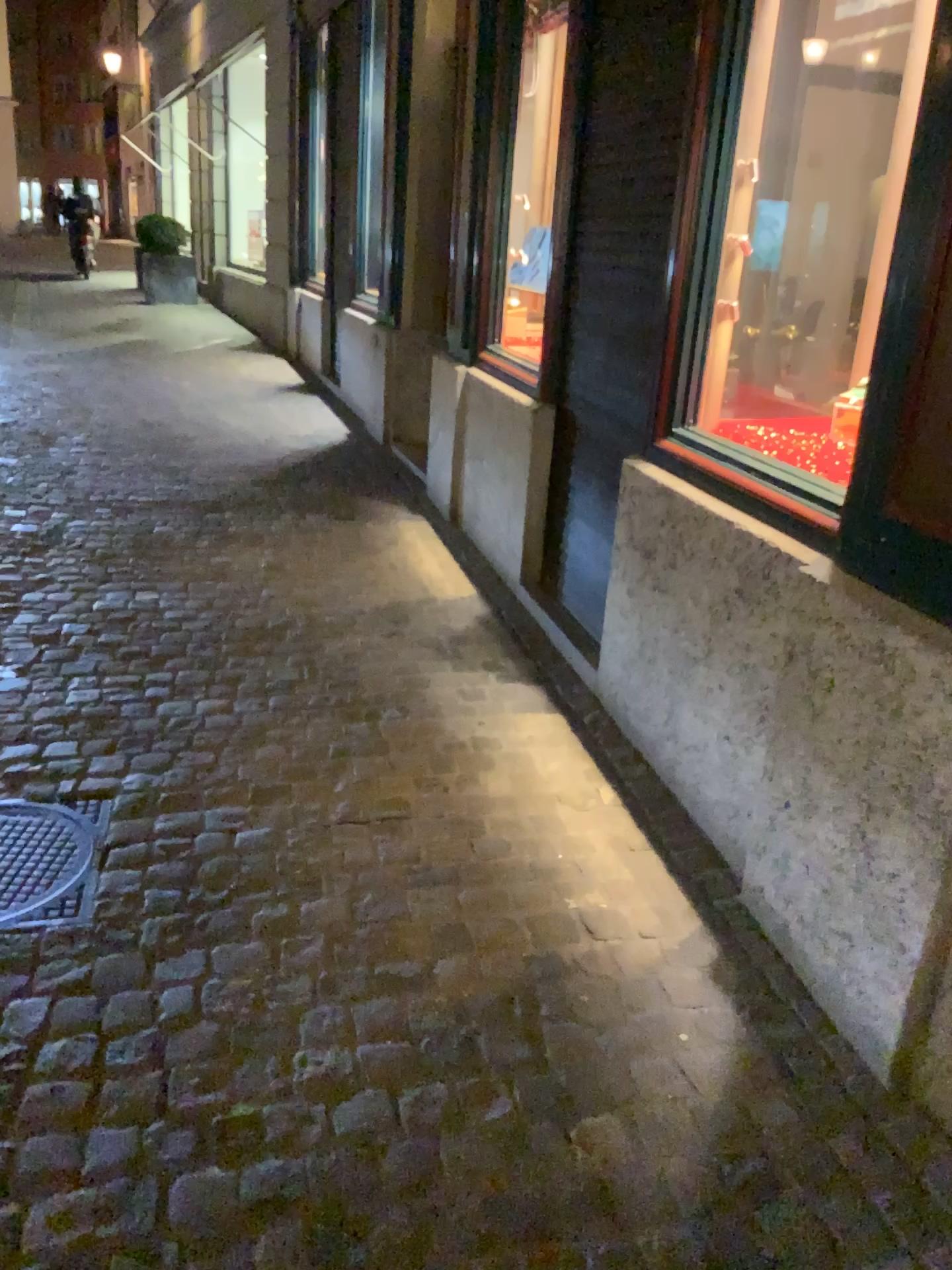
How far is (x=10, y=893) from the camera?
2.22m

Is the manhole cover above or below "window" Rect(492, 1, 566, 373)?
below

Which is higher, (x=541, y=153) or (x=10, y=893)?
(x=541, y=153)

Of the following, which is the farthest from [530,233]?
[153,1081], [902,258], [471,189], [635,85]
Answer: [153,1081]

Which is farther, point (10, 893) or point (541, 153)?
point (541, 153)

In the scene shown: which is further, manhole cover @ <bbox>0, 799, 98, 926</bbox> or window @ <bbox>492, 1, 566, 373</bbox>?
window @ <bbox>492, 1, 566, 373</bbox>

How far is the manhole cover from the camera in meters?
2.2 m
